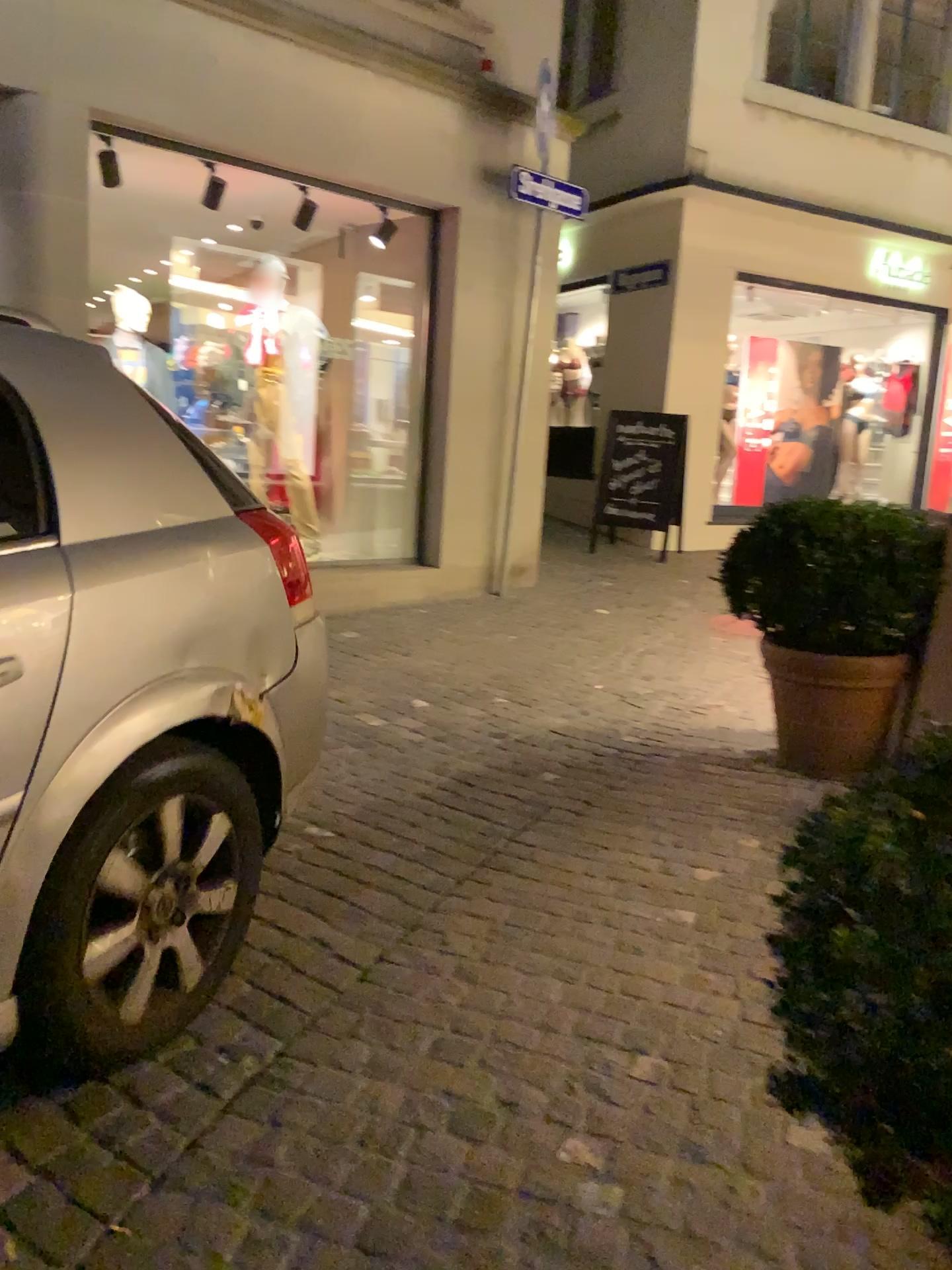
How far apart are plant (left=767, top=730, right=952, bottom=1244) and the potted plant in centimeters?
274cm

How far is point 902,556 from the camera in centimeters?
360cm

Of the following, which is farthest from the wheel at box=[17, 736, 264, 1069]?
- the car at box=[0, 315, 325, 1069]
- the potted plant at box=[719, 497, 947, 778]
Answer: the potted plant at box=[719, 497, 947, 778]

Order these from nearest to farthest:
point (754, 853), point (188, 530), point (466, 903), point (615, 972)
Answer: point (188, 530)
point (615, 972)
point (466, 903)
point (754, 853)

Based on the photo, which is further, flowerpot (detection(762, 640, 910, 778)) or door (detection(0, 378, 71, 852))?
flowerpot (detection(762, 640, 910, 778))

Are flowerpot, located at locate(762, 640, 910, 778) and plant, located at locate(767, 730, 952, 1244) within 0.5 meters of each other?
no

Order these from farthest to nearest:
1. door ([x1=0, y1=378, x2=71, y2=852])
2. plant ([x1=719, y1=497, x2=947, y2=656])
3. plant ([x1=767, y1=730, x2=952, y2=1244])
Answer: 1. plant ([x1=719, y1=497, x2=947, y2=656])
2. door ([x1=0, y1=378, x2=71, y2=852])
3. plant ([x1=767, y1=730, x2=952, y2=1244])

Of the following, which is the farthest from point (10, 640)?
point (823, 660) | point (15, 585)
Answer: point (823, 660)

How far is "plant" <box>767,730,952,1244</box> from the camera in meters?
0.9

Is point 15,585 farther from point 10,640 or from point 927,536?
point 927,536
